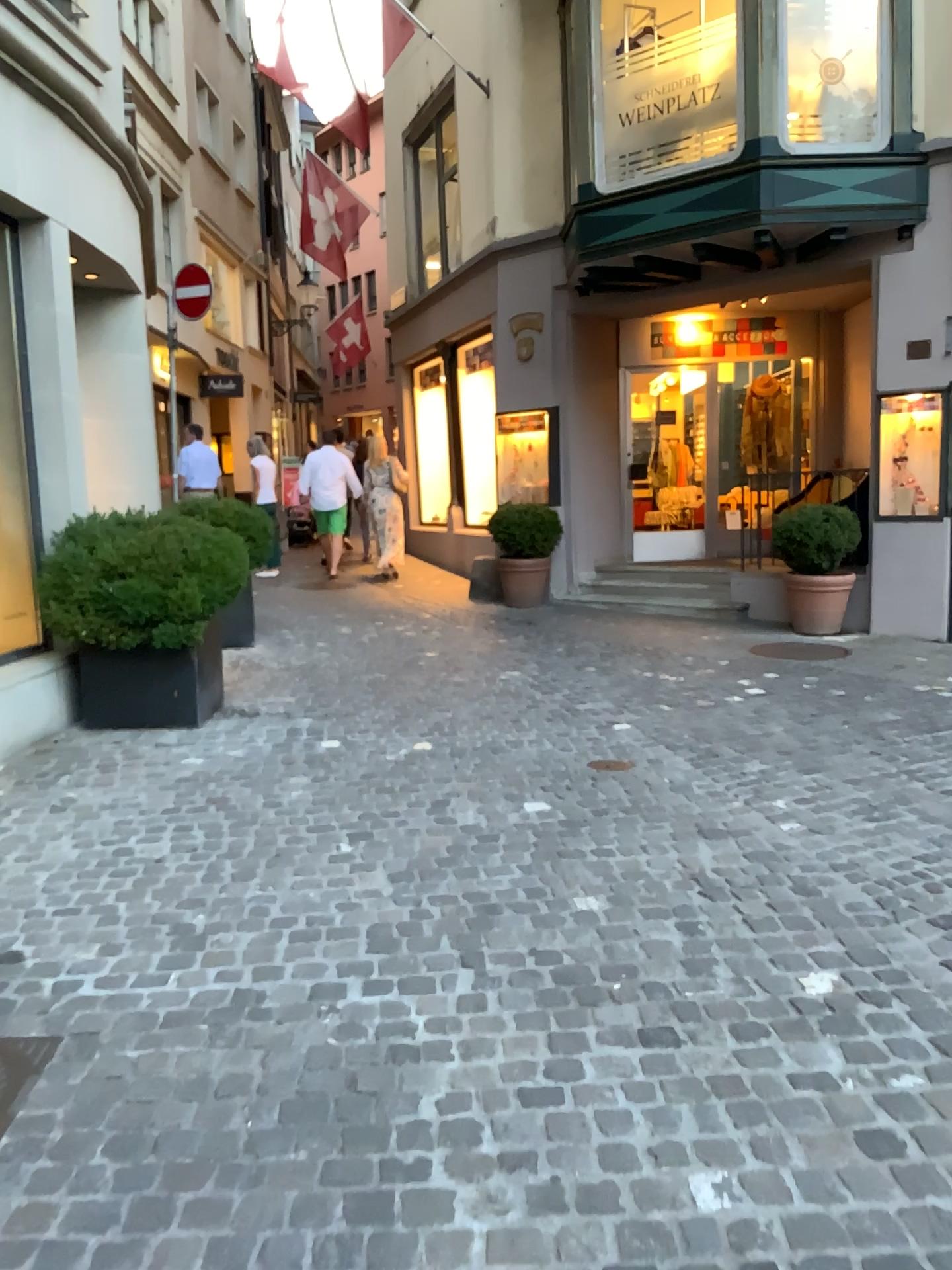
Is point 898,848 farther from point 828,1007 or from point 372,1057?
point 372,1057
